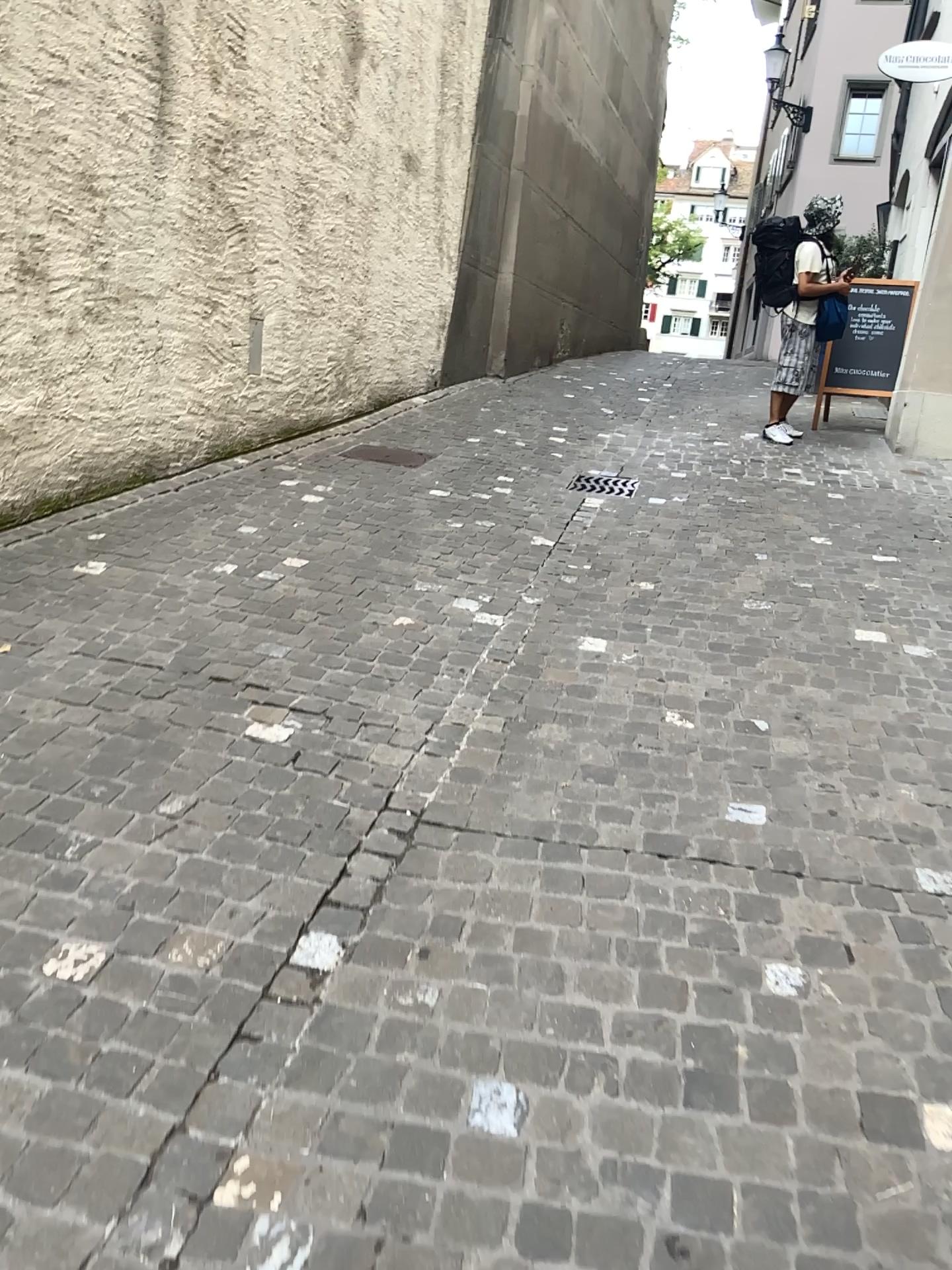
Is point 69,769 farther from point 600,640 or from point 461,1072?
point 600,640
